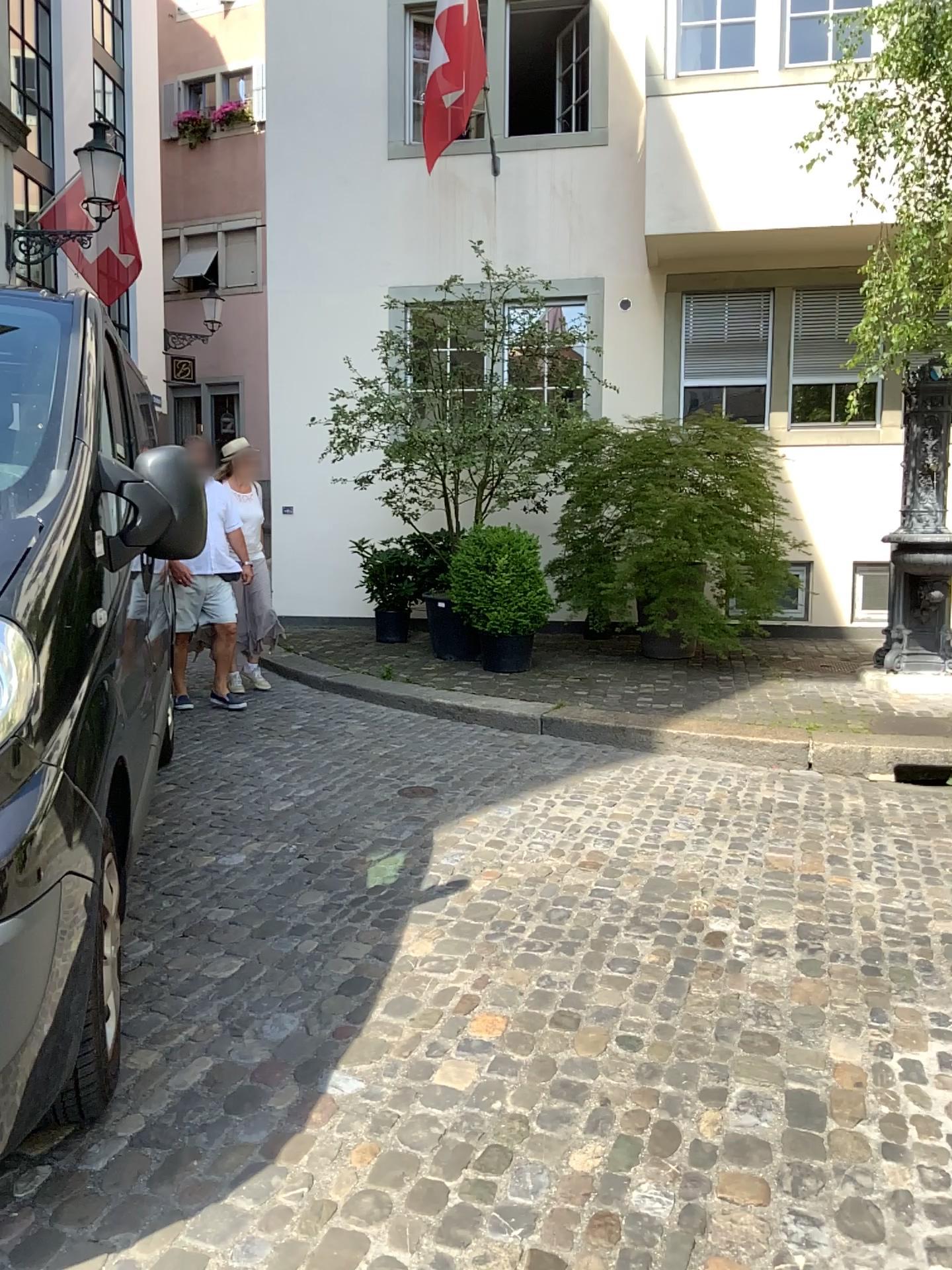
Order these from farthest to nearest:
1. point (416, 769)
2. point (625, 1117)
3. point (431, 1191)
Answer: point (416, 769) → point (625, 1117) → point (431, 1191)
